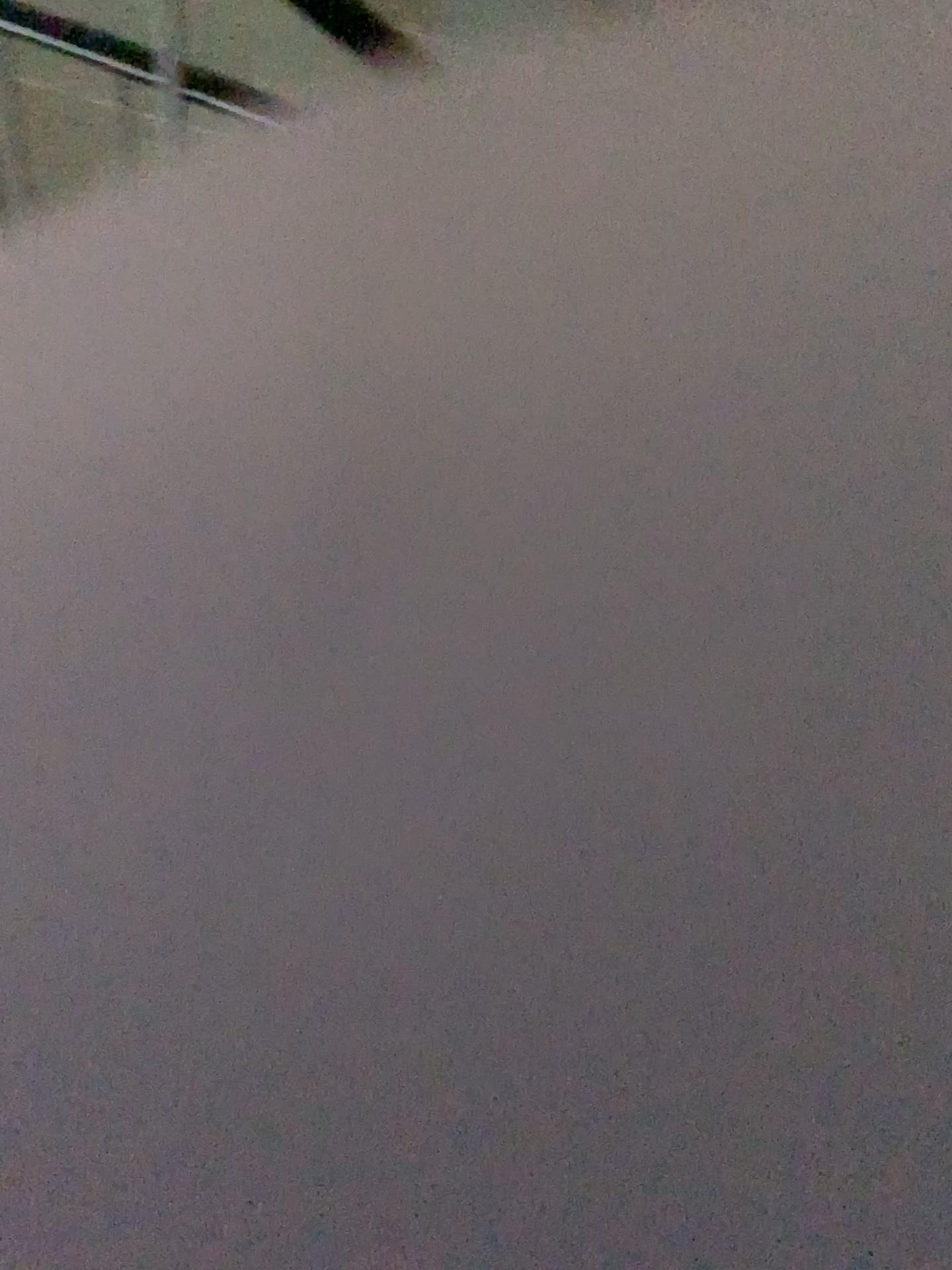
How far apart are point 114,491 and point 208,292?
0.7 meters
